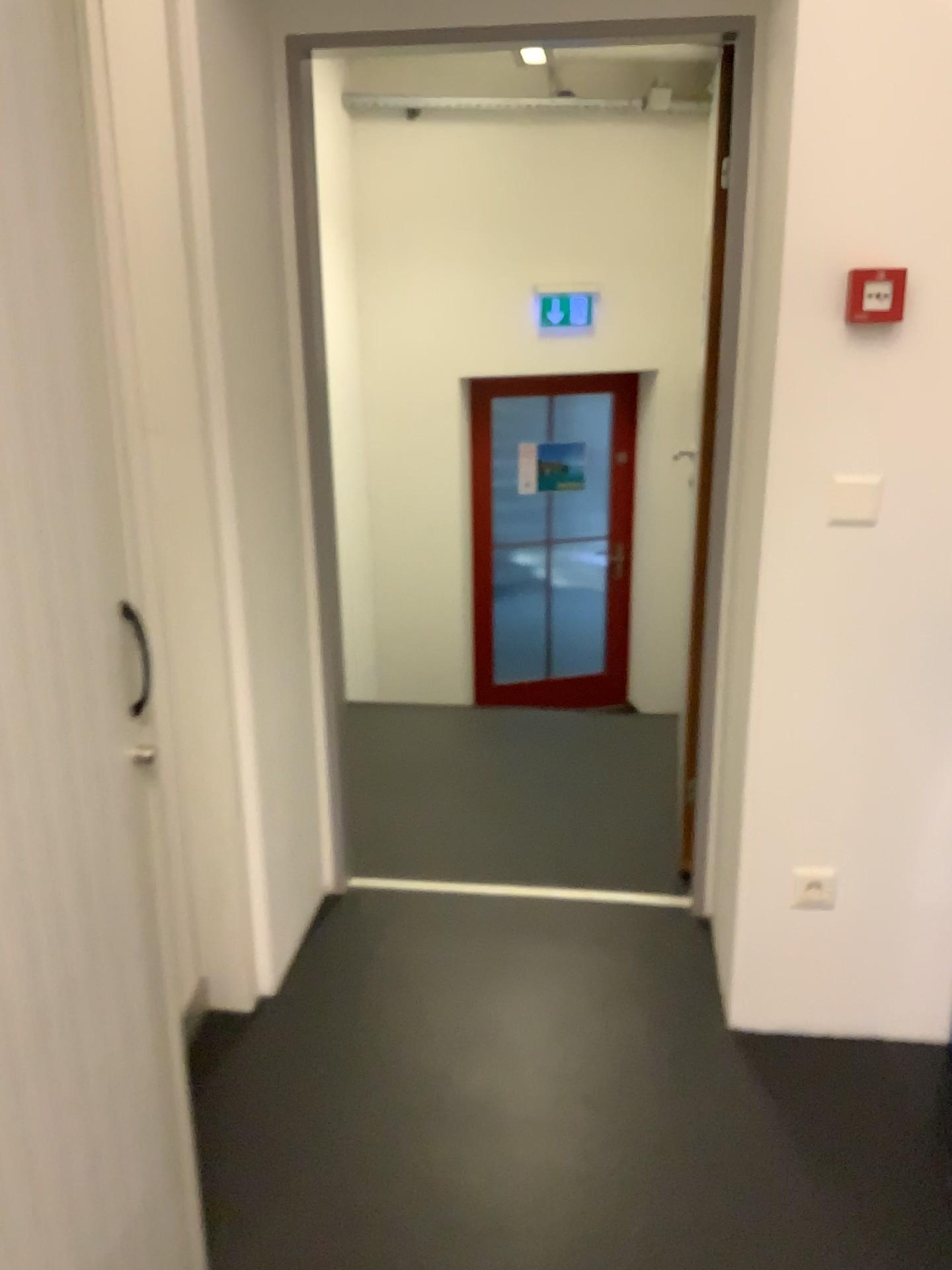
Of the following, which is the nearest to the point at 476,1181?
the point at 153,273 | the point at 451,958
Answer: the point at 451,958

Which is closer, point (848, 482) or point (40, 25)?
point (40, 25)

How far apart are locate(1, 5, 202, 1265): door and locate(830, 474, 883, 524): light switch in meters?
1.3

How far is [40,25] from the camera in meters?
1.1

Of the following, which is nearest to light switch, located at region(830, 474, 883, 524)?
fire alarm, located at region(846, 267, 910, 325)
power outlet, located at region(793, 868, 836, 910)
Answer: fire alarm, located at region(846, 267, 910, 325)

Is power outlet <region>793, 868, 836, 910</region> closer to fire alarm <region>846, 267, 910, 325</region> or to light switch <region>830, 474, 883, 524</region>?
light switch <region>830, 474, 883, 524</region>

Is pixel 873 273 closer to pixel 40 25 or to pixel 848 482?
pixel 848 482

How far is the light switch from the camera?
1.92m

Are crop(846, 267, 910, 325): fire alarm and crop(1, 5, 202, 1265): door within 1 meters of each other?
no

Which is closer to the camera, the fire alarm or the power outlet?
the fire alarm
